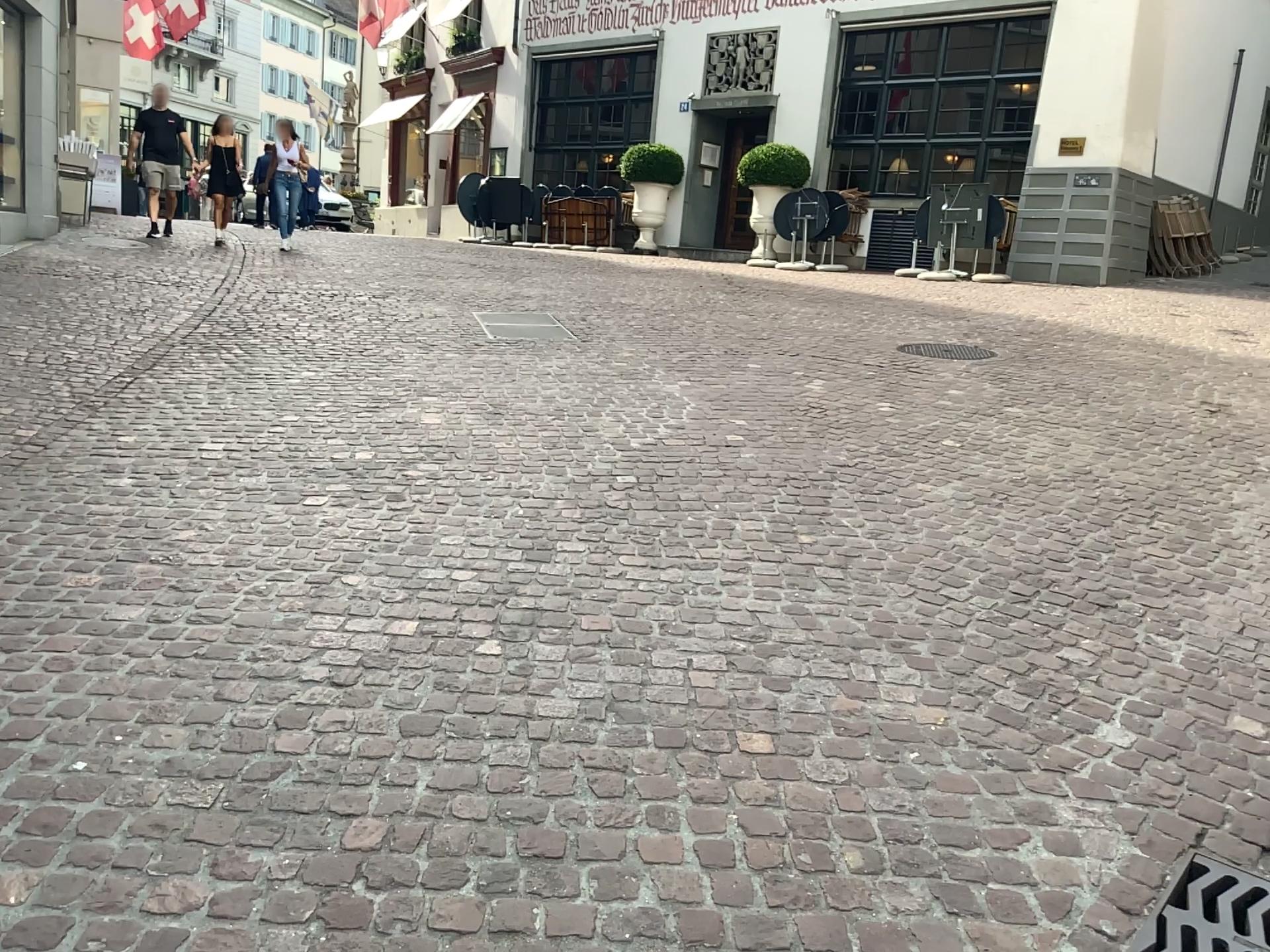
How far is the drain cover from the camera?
2.05m

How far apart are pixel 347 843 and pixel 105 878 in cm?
44

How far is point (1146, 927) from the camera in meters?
2.0
